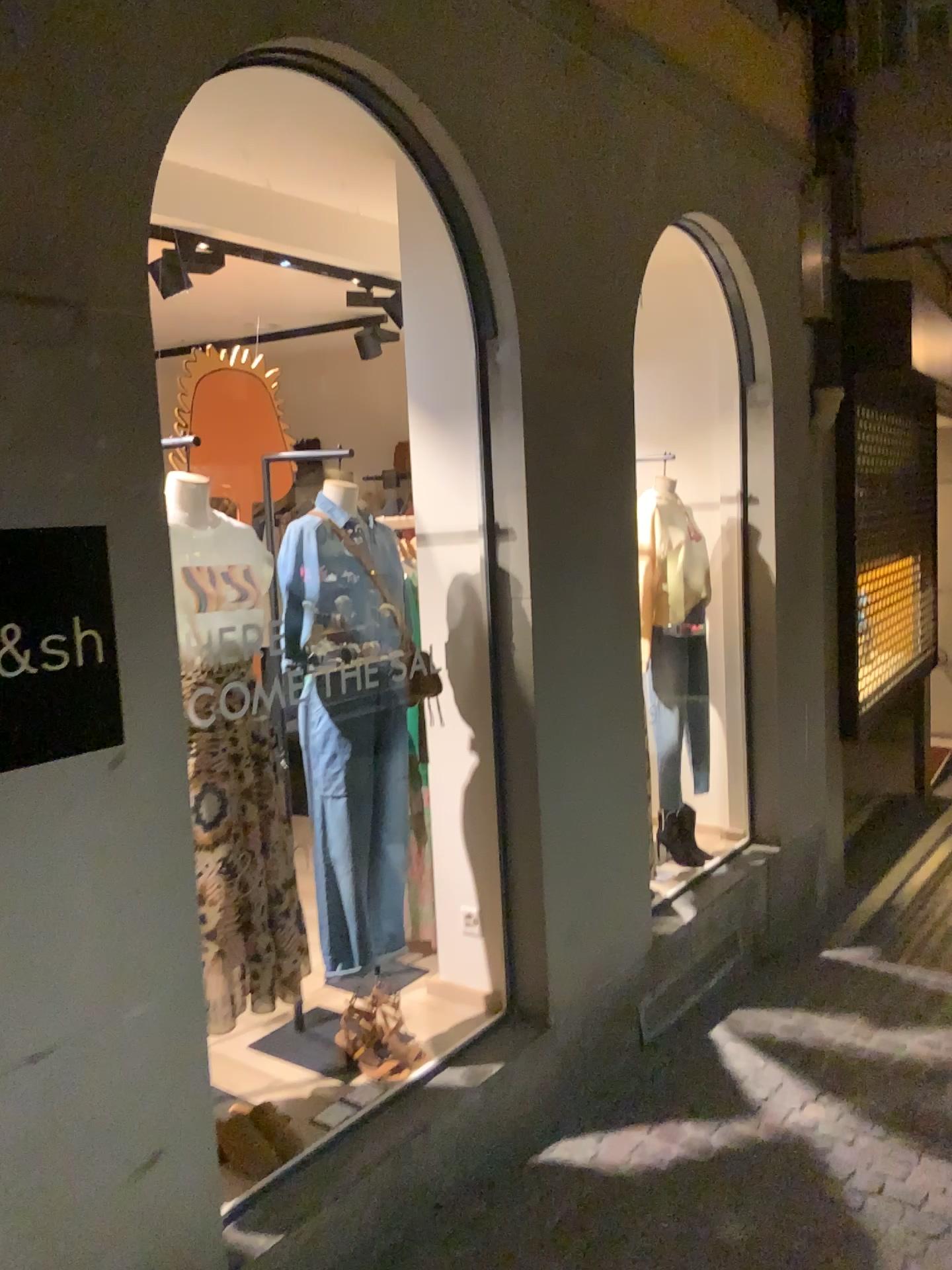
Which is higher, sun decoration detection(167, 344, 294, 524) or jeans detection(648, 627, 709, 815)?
sun decoration detection(167, 344, 294, 524)

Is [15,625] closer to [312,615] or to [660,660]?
[312,615]

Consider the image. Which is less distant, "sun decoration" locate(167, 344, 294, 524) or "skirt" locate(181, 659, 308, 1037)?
"skirt" locate(181, 659, 308, 1037)

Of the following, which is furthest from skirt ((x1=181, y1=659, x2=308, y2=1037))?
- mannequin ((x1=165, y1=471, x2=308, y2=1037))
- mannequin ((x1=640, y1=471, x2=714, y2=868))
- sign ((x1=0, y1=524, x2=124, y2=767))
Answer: mannequin ((x1=640, y1=471, x2=714, y2=868))

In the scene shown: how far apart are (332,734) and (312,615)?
0.32m

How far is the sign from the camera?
1.8m

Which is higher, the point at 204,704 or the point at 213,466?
the point at 213,466

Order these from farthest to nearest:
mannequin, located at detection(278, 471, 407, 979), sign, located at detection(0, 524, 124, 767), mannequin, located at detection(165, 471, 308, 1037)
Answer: mannequin, located at detection(278, 471, 407, 979) → mannequin, located at detection(165, 471, 308, 1037) → sign, located at detection(0, 524, 124, 767)

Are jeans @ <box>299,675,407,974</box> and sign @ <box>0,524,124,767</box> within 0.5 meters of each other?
no

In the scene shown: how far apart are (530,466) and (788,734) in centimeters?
229cm
